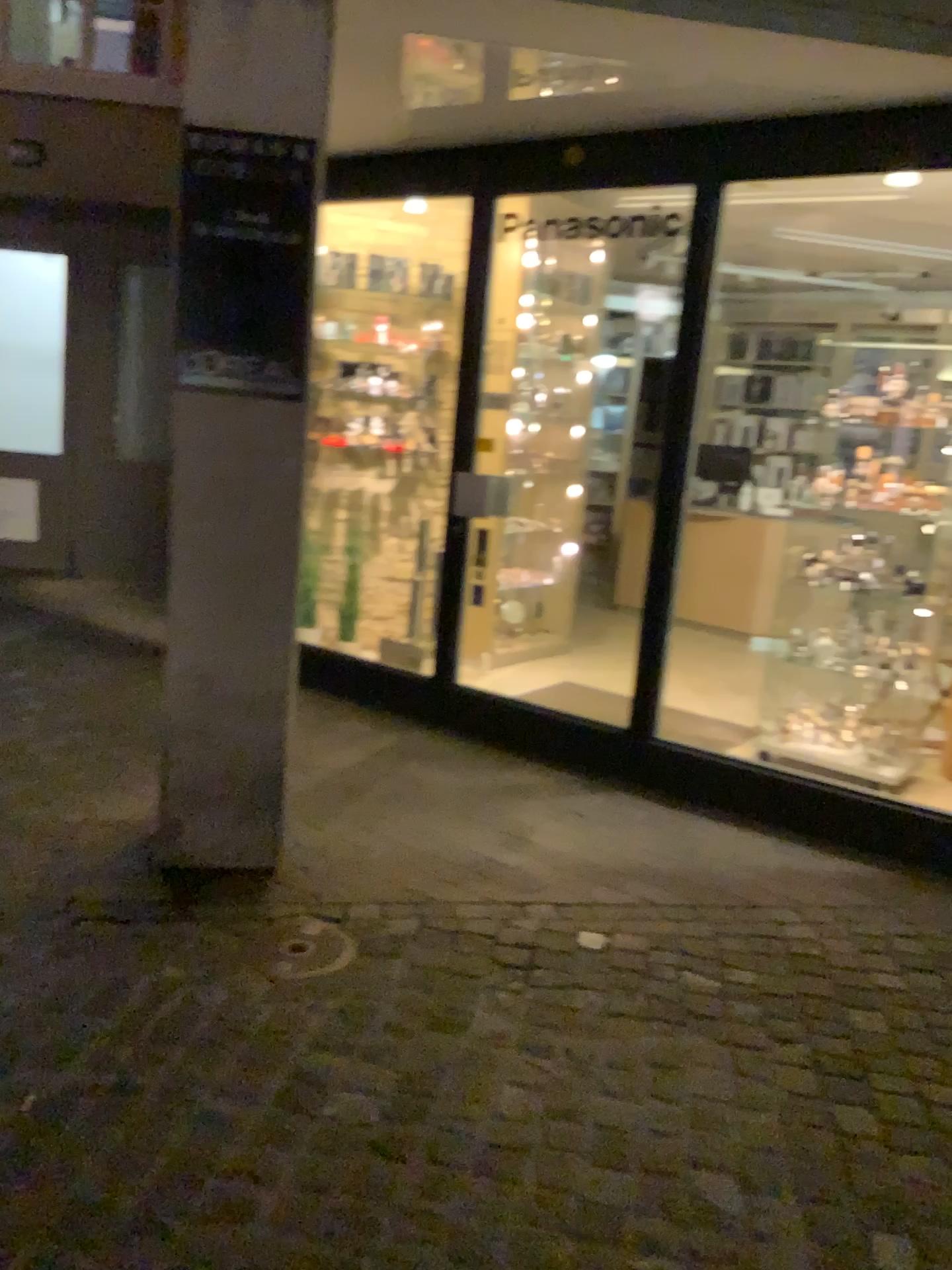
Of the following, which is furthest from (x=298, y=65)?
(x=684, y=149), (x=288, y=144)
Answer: (x=684, y=149)

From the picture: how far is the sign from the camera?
2.73m

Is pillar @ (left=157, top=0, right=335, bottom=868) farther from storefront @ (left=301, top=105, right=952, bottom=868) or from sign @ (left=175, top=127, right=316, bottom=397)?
storefront @ (left=301, top=105, right=952, bottom=868)

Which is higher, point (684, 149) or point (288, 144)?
point (684, 149)

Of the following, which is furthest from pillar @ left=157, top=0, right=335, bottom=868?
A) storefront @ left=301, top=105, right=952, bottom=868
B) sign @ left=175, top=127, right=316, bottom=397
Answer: storefront @ left=301, top=105, right=952, bottom=868

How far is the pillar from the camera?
2.7m

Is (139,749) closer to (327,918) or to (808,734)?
(327,918)

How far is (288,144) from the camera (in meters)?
2.73

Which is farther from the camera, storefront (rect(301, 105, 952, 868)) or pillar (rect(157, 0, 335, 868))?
storefront (rect(301, 105, 952, 868))

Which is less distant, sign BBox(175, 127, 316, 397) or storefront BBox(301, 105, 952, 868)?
sign BBox(175, 127, 316, 397)
